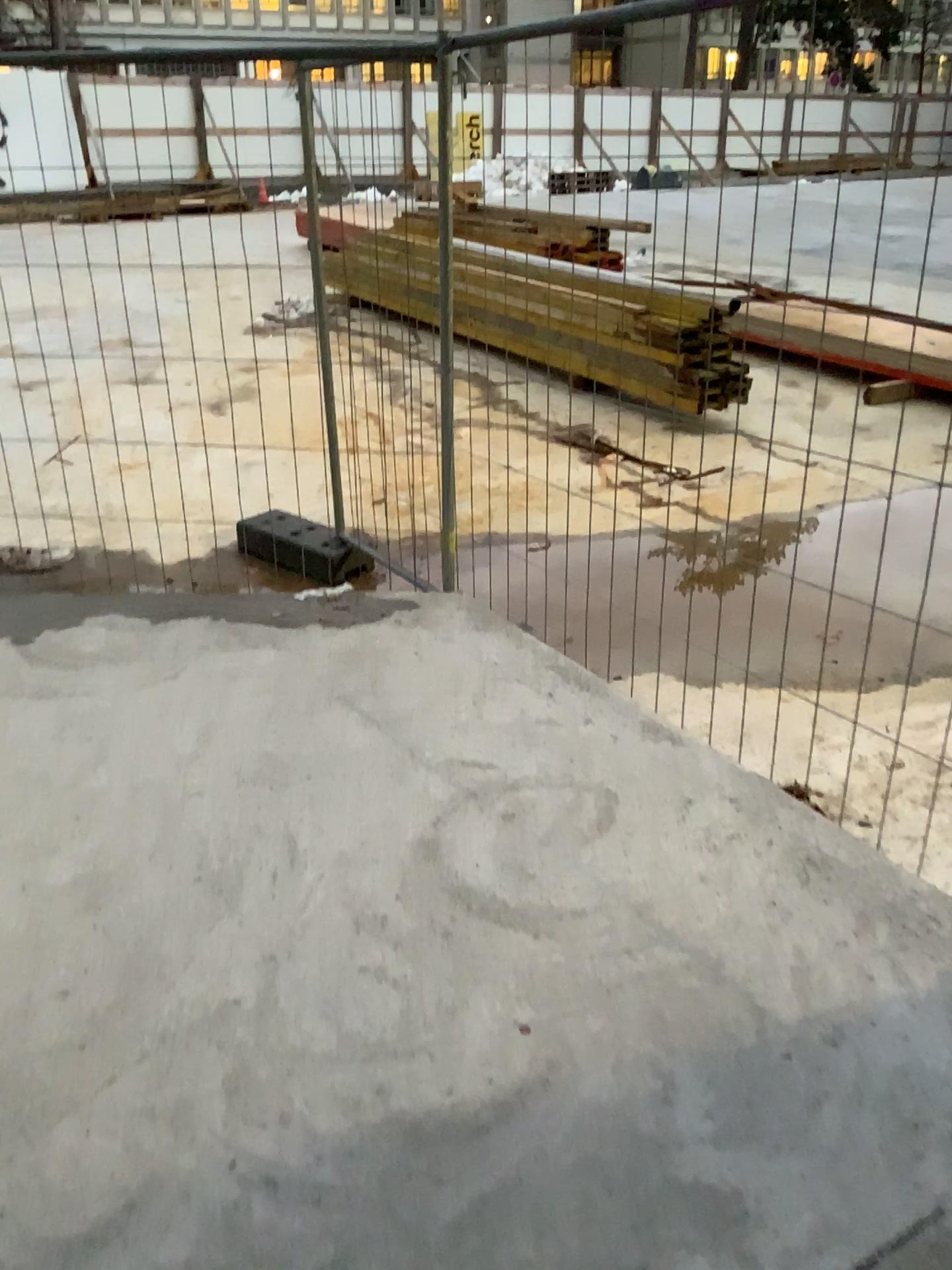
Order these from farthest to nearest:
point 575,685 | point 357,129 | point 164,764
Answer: point 357,129, point 575,685, point 164,764
